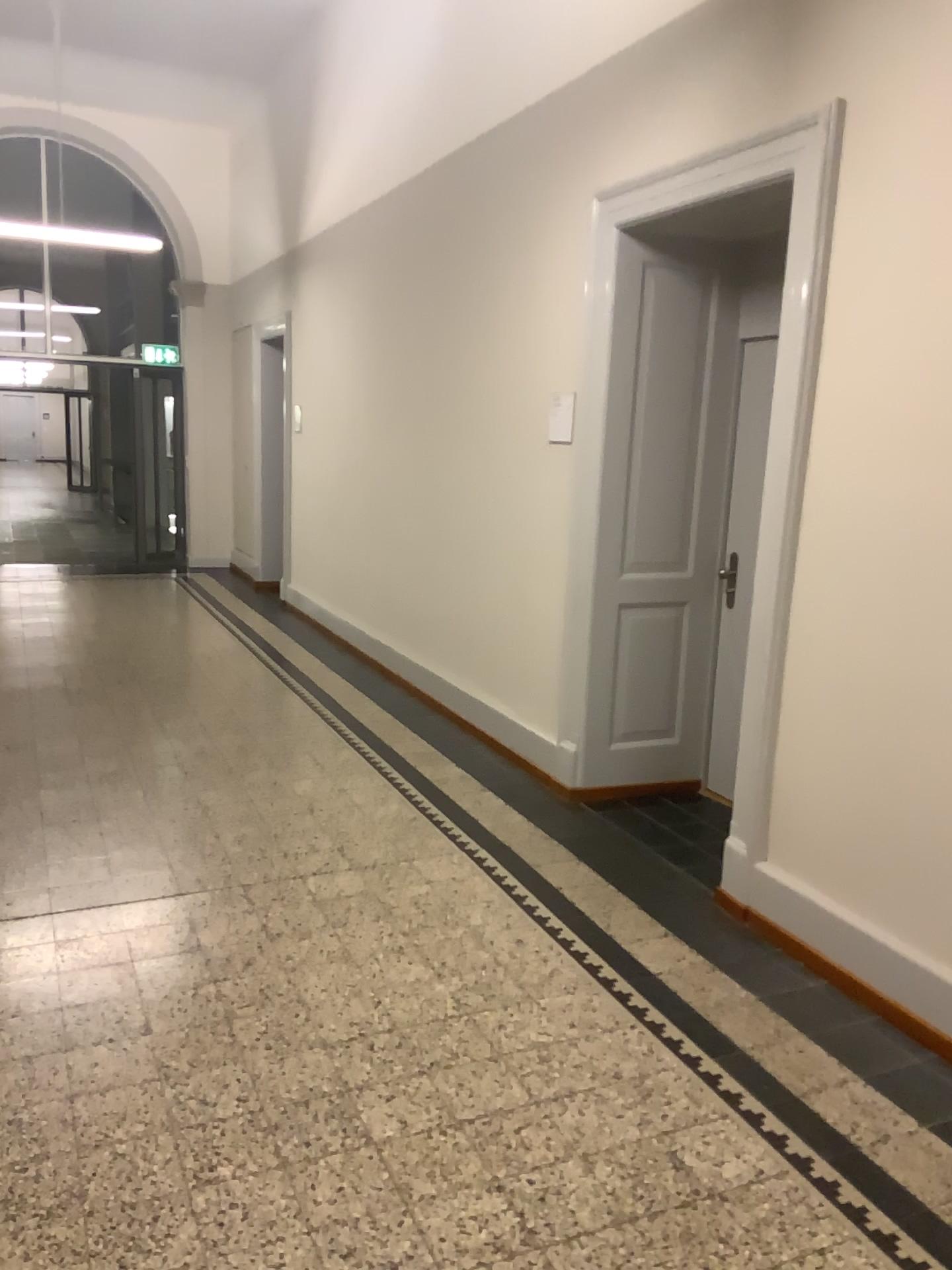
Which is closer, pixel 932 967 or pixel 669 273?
pixel 932 967

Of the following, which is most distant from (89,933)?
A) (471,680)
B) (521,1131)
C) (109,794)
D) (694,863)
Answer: (471,680)

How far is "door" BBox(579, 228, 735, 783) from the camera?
4.26m

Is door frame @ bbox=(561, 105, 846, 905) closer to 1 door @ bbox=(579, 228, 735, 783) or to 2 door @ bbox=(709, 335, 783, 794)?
1 door @ bbox=(579, 228, 735, 783)

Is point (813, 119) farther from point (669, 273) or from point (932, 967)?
point (932, 967)

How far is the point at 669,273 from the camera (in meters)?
4.26

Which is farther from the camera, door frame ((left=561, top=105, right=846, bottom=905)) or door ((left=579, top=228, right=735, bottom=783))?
door ((left=579, top=228, right=735, bottom=783))

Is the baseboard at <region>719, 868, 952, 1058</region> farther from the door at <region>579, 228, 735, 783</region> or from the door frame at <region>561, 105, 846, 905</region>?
the door at <region>579, 228, 735, 783</region>

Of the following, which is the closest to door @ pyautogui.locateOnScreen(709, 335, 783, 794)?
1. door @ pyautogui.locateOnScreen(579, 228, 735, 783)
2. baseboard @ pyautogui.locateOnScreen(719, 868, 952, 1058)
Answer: door @ pyautogui.locateOnScreen(579, 228, 735, 783)

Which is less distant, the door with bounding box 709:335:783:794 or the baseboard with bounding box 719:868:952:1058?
the baseboard with bounding box 719:868:952:1058
